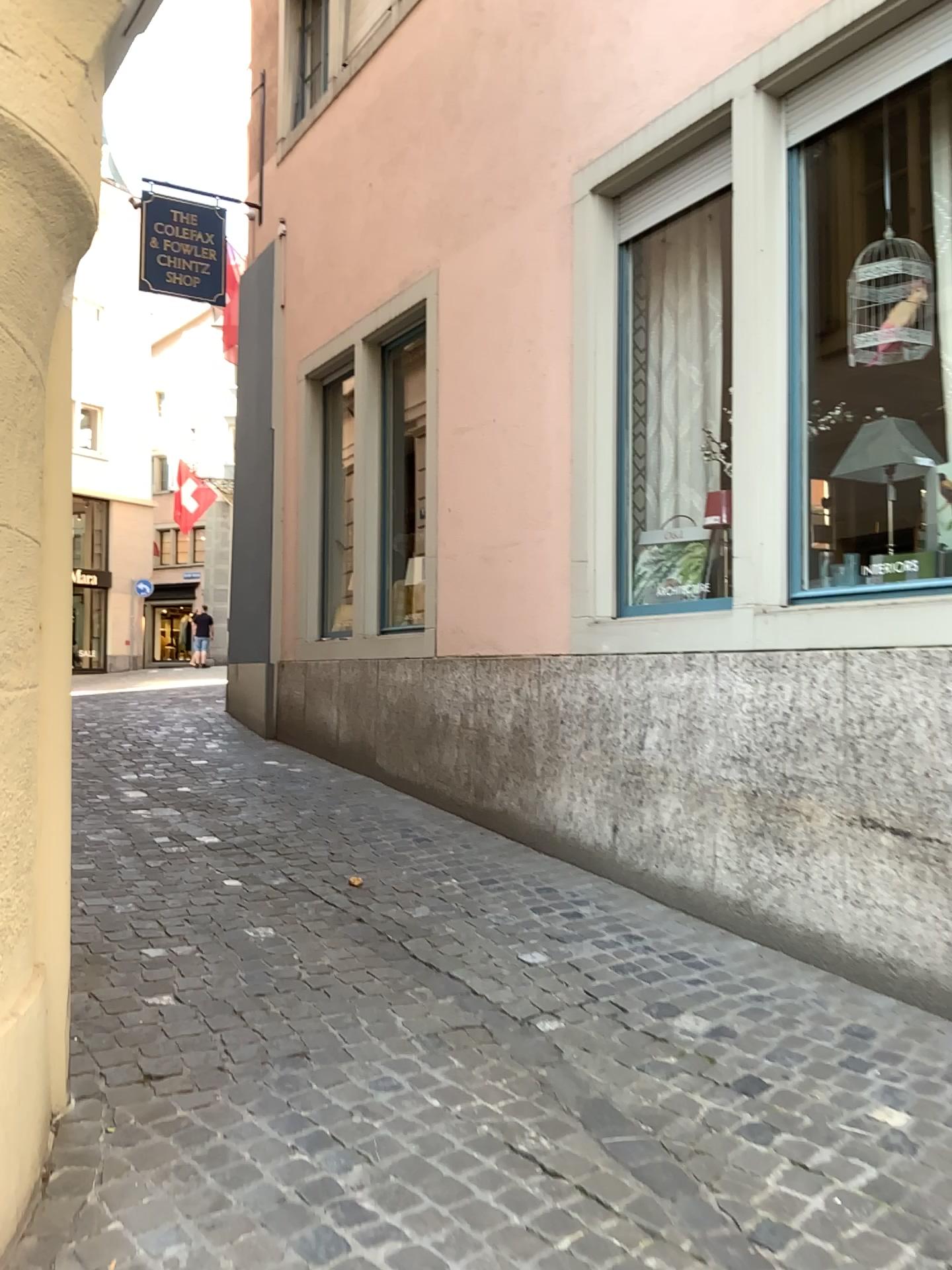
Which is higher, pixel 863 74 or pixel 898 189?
pixel 863 74

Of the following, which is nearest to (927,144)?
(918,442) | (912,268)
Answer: (912,268)

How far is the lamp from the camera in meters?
3.9 m

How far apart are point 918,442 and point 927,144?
1.07m

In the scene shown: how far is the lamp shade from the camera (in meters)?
3.90

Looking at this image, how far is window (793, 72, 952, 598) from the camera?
3.8 meters

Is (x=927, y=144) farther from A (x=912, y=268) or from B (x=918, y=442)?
B (x=918, y=442)

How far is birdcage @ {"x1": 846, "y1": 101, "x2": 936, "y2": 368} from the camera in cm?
390

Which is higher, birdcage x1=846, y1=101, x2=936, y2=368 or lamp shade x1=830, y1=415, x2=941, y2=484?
birdcage x1=846, y1=101, x2=936, y2=368

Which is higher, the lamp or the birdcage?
the birdcage
